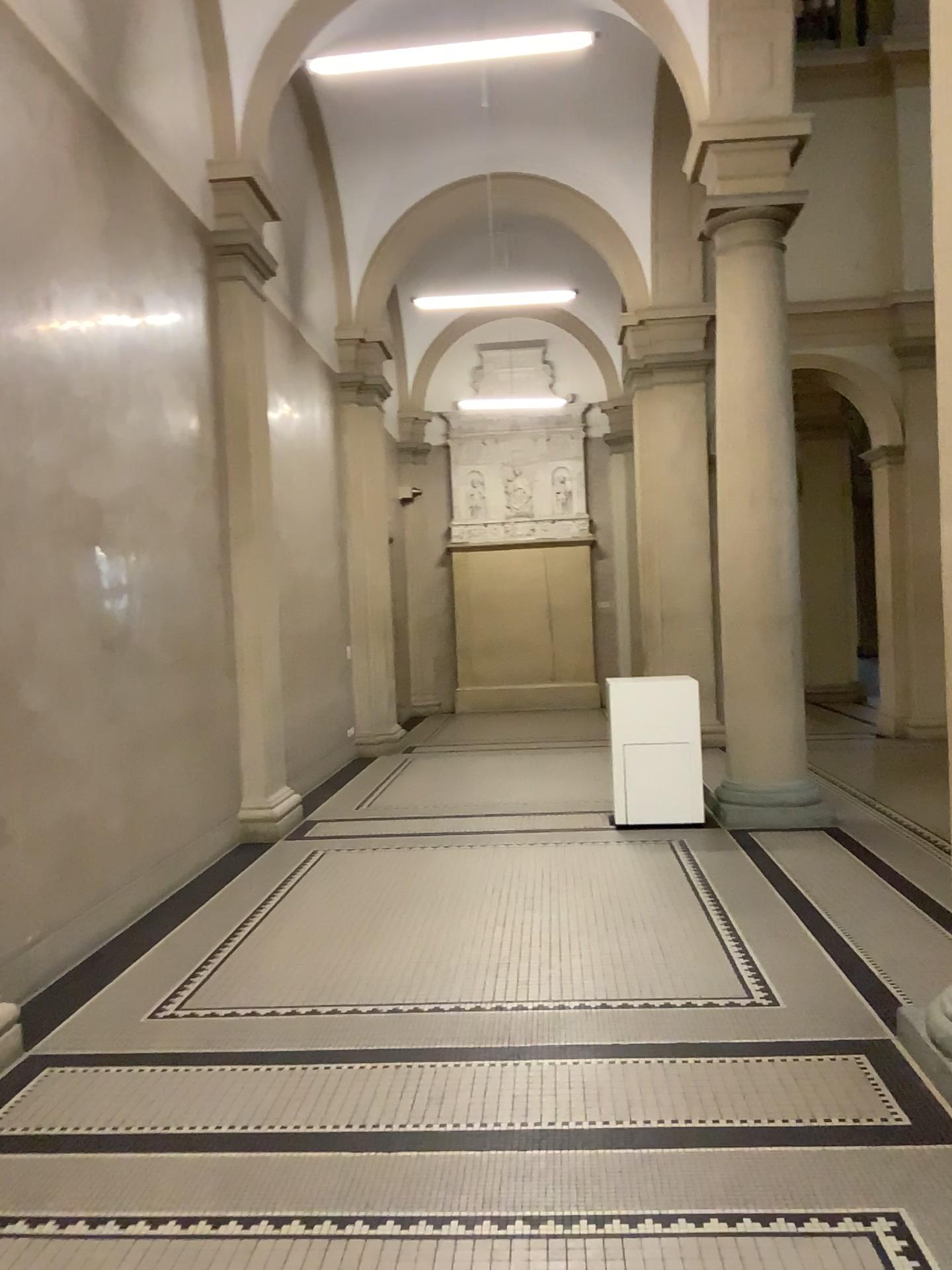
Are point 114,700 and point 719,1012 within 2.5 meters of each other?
no
